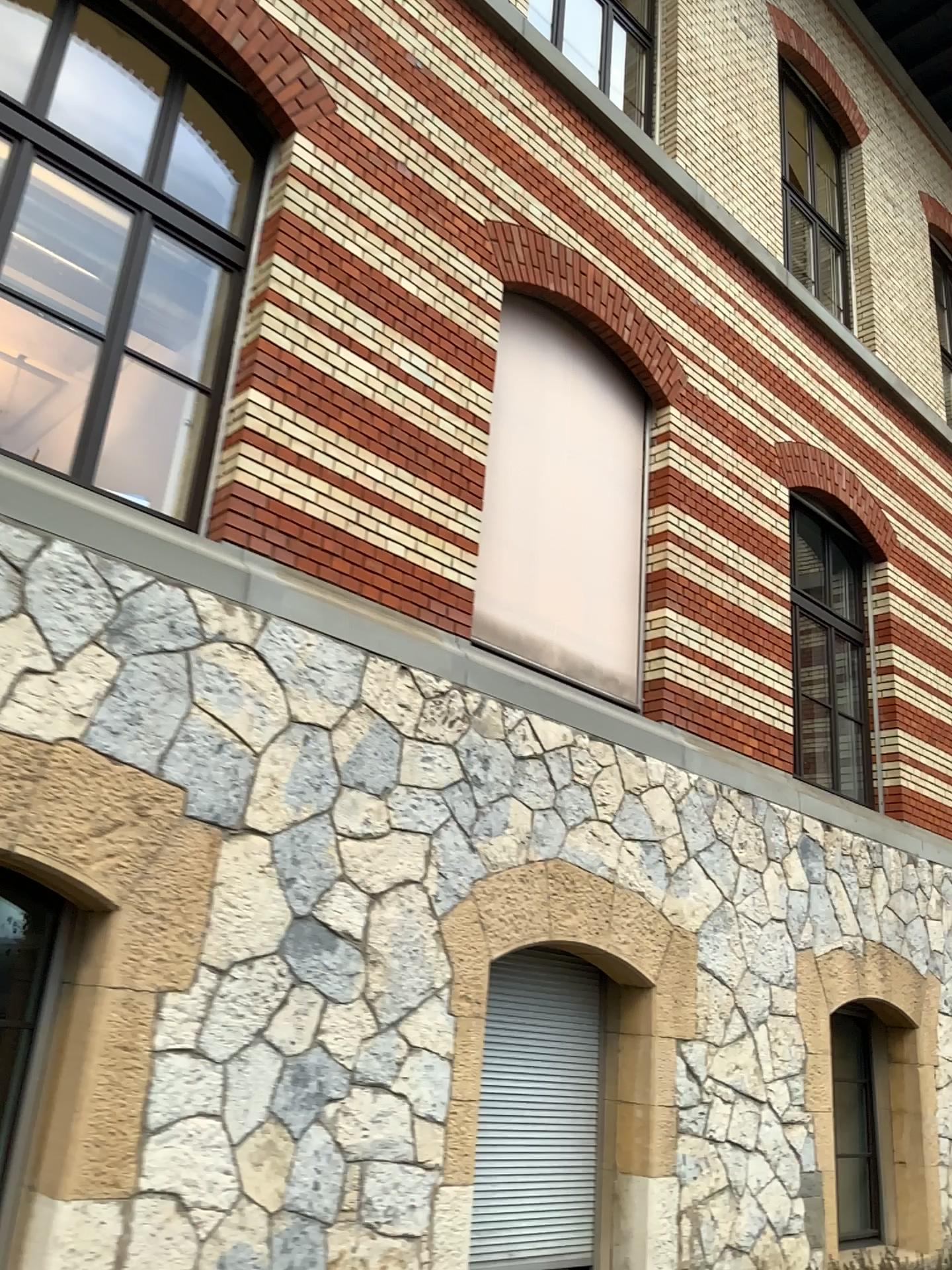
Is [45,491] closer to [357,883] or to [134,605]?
[134,605]
